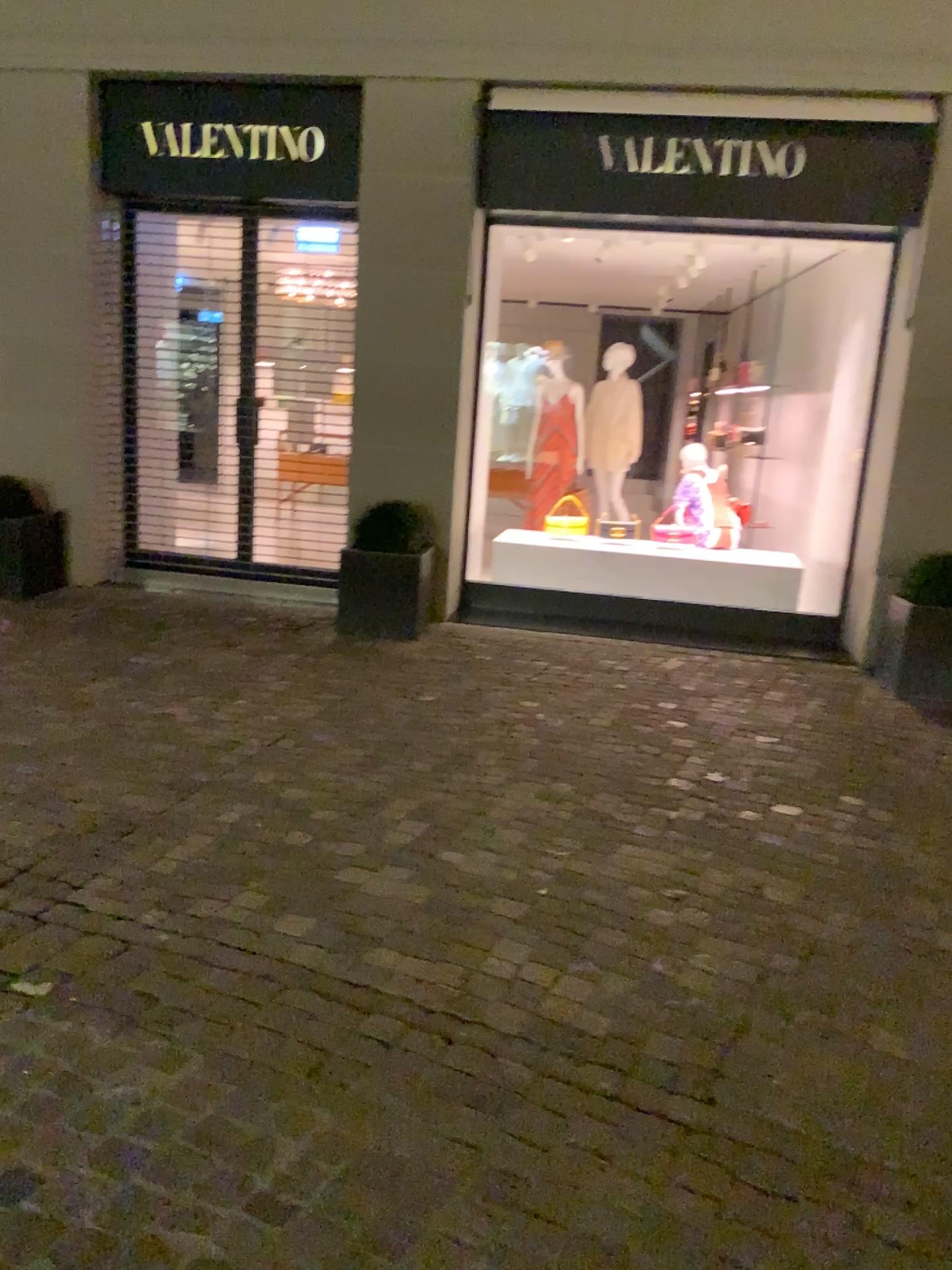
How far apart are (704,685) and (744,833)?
1.82m
